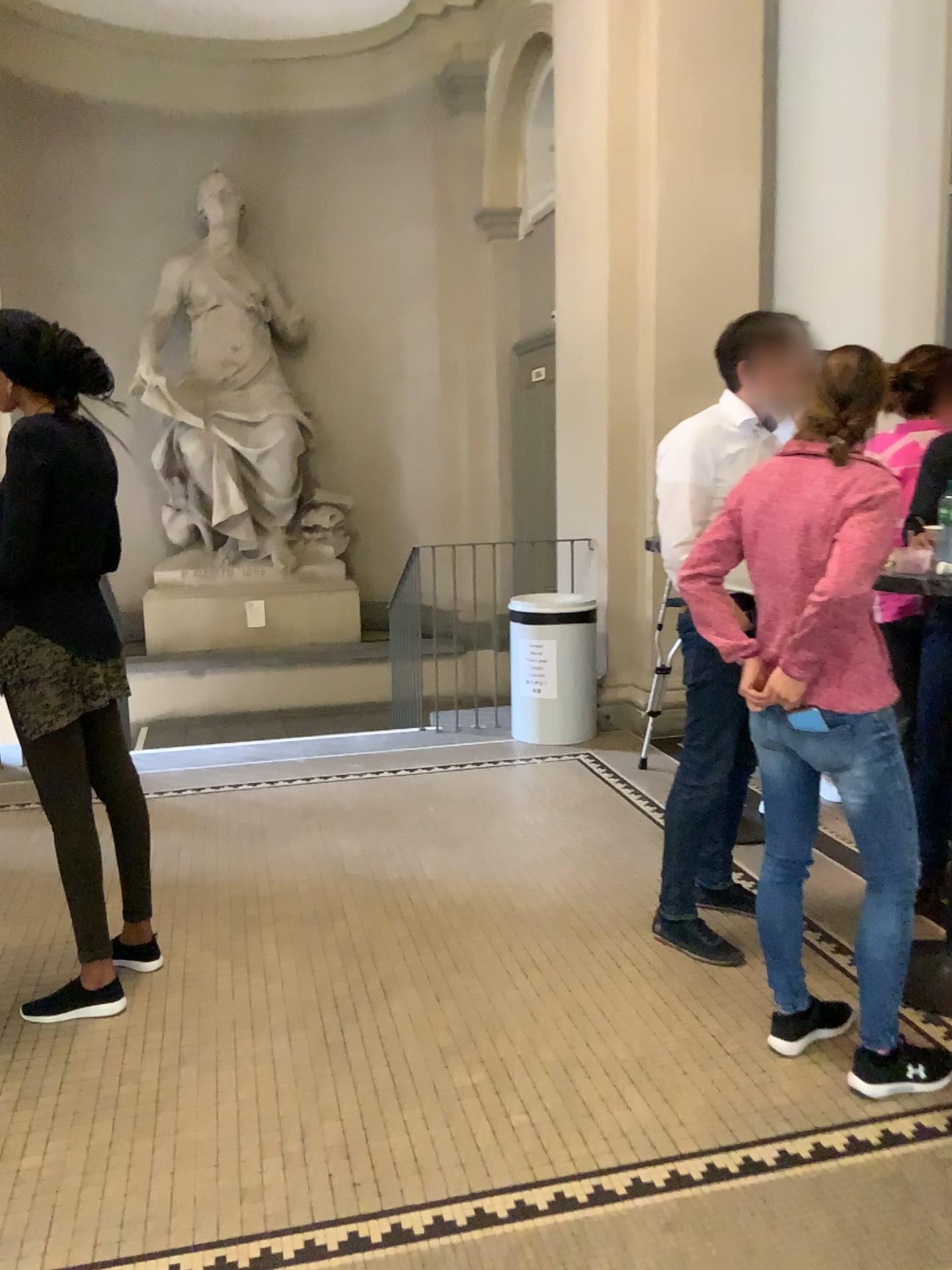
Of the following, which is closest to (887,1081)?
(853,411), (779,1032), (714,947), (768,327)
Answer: (779,1032)

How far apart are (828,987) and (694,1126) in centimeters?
71cm

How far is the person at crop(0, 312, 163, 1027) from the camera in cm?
253

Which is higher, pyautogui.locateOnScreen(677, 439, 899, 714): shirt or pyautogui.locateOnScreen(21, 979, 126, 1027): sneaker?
pyautogui.locateOnScreen(677, 439, 899, 714): shirt

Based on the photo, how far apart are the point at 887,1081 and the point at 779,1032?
0.3 meters

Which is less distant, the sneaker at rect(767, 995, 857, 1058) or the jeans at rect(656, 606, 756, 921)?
the sneaker at rect(767, 995, 857, 1058)

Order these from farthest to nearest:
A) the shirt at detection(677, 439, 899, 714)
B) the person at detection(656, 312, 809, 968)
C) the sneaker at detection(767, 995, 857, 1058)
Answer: the person at detection(656, 312, 809, 968)
the sneaker at detection(767, 995, 857, 1058)
the shirt at detection(677, 439, 899, 714)

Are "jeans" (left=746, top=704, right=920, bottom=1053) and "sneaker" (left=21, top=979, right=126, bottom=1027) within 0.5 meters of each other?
no

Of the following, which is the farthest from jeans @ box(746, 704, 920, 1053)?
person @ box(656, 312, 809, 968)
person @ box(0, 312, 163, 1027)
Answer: person @ box(0, 312, 163, 1027)

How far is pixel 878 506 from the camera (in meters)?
2.14
